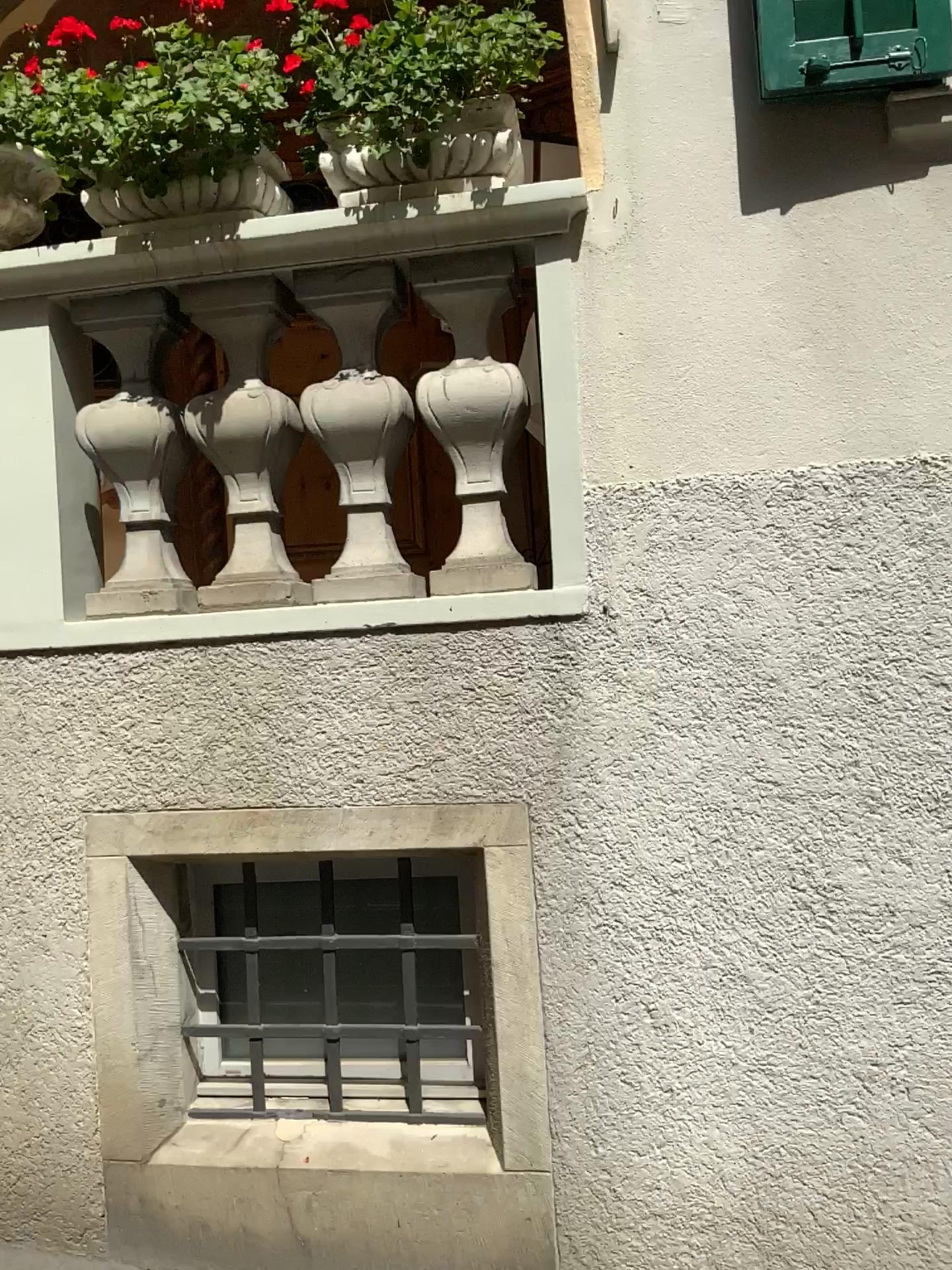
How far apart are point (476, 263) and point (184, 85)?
0.7 meters

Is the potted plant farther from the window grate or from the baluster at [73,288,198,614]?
the window grate

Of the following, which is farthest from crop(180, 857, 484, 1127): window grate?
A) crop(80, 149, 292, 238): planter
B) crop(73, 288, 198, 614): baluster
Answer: crop(80, 149, 292, 238): planter

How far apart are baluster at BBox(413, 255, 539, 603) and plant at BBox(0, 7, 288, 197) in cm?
45

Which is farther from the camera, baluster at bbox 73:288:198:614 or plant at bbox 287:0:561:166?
baluster at bbox 73:288:198:614

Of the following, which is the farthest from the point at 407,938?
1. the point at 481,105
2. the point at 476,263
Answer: the point at 481,105

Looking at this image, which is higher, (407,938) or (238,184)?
(238,184)

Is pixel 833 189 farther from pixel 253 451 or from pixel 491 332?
pixel 253 451

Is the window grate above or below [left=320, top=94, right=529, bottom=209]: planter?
below

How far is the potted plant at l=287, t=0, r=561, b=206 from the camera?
2.2m
